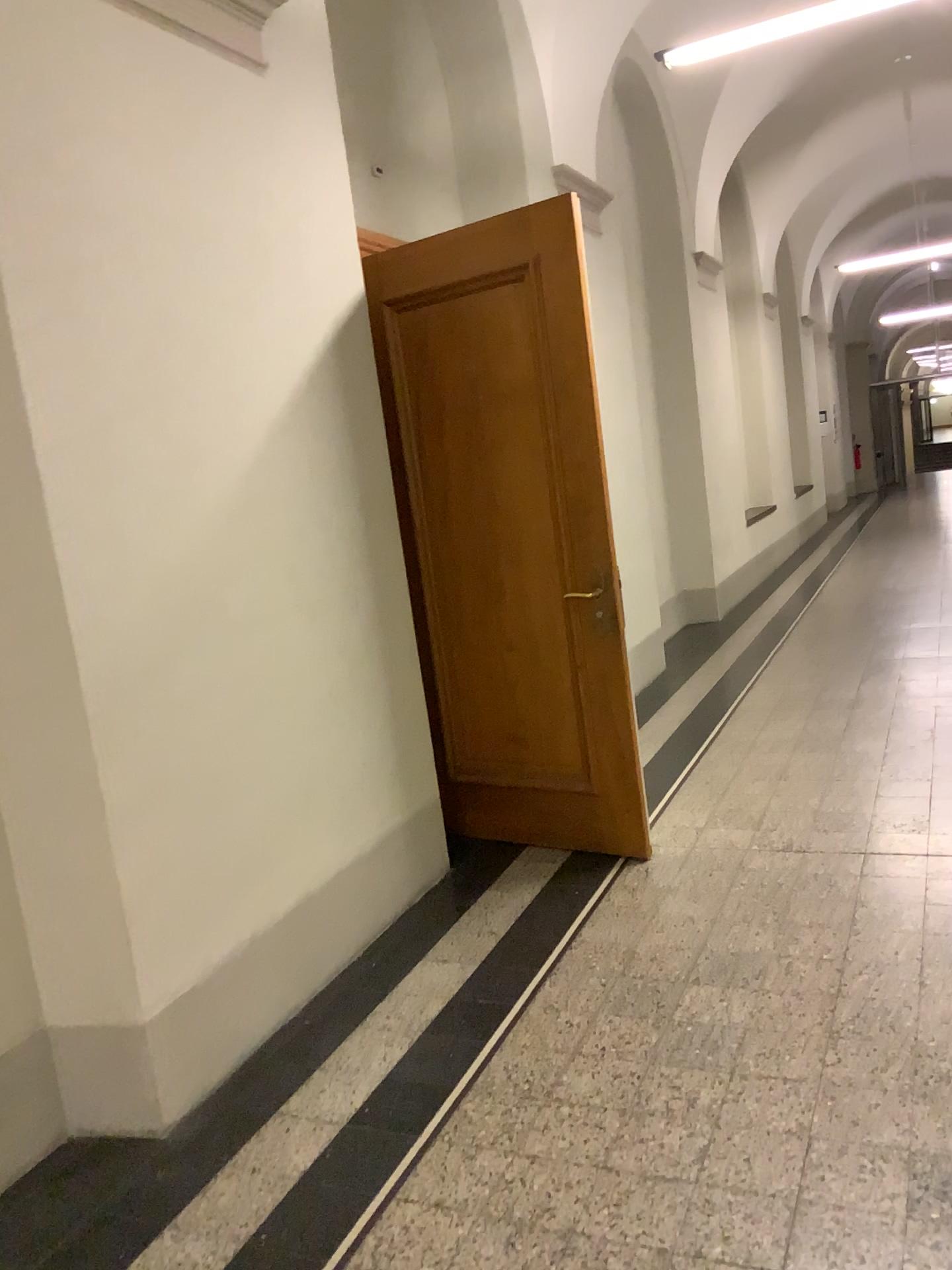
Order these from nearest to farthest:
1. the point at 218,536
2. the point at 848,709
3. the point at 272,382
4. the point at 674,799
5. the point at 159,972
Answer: the point at 159,972, the point at 218,536, the point at 272,382, the point at 674,799, the point at 848,709
